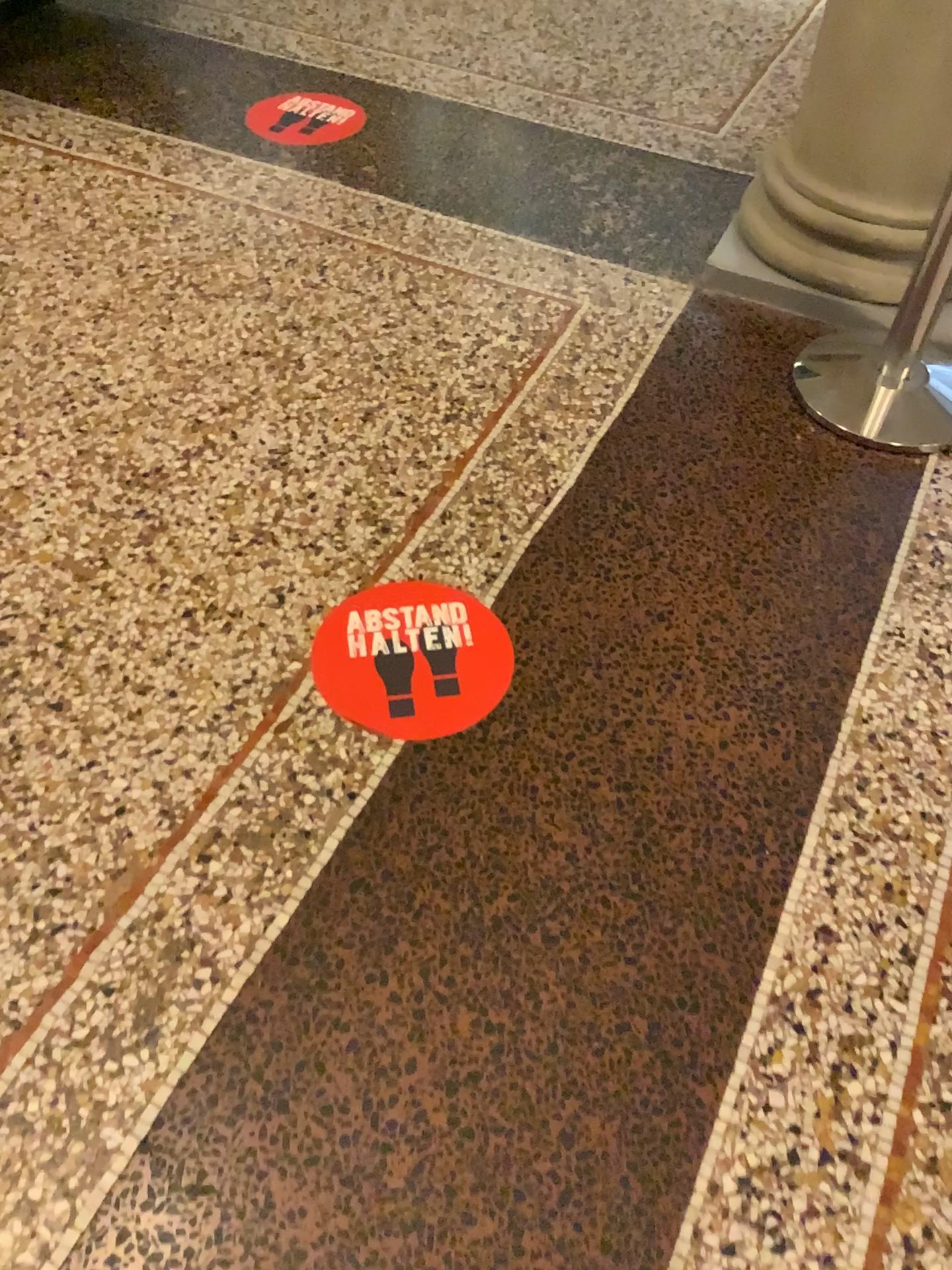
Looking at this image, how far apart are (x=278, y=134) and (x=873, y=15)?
1.42m

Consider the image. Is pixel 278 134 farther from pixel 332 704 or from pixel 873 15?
pixel 332 704

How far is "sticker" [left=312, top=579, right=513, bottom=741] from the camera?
1.5 meters

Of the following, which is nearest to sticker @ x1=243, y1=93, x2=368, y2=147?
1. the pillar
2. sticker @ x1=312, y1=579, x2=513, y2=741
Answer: the pillar

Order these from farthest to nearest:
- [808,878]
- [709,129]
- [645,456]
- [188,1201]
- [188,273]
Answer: [709,129], [188,273], [645,456], [808,878], [188,1201]

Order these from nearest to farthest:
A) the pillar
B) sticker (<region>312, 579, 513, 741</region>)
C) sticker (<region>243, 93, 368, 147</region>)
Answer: sticker (<region>312, 579, 513, 741</region>) < the pillar < sticker (<region>243, 93, 368, 147</region>)

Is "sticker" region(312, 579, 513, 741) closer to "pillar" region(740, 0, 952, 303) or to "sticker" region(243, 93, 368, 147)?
"pillar" region(740, 0, 952, 303)

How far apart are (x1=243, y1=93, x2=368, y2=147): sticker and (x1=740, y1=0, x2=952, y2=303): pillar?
1.1 meters

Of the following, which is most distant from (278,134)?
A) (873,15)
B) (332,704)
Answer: (332,704)

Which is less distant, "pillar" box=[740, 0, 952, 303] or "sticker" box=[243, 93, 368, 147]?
"pillar" box=[740, 0, 952, 303]
